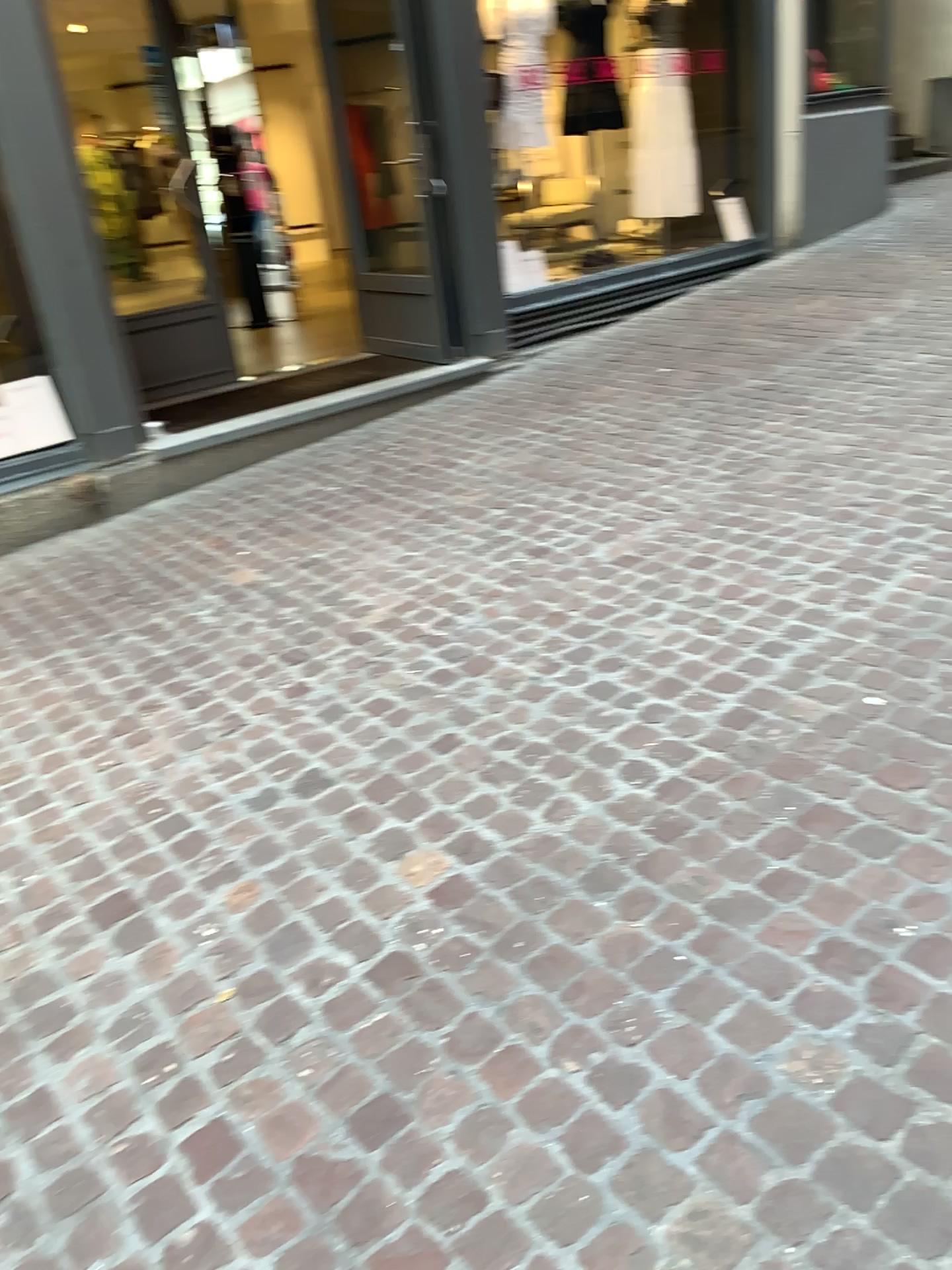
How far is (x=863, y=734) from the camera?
2.4m
